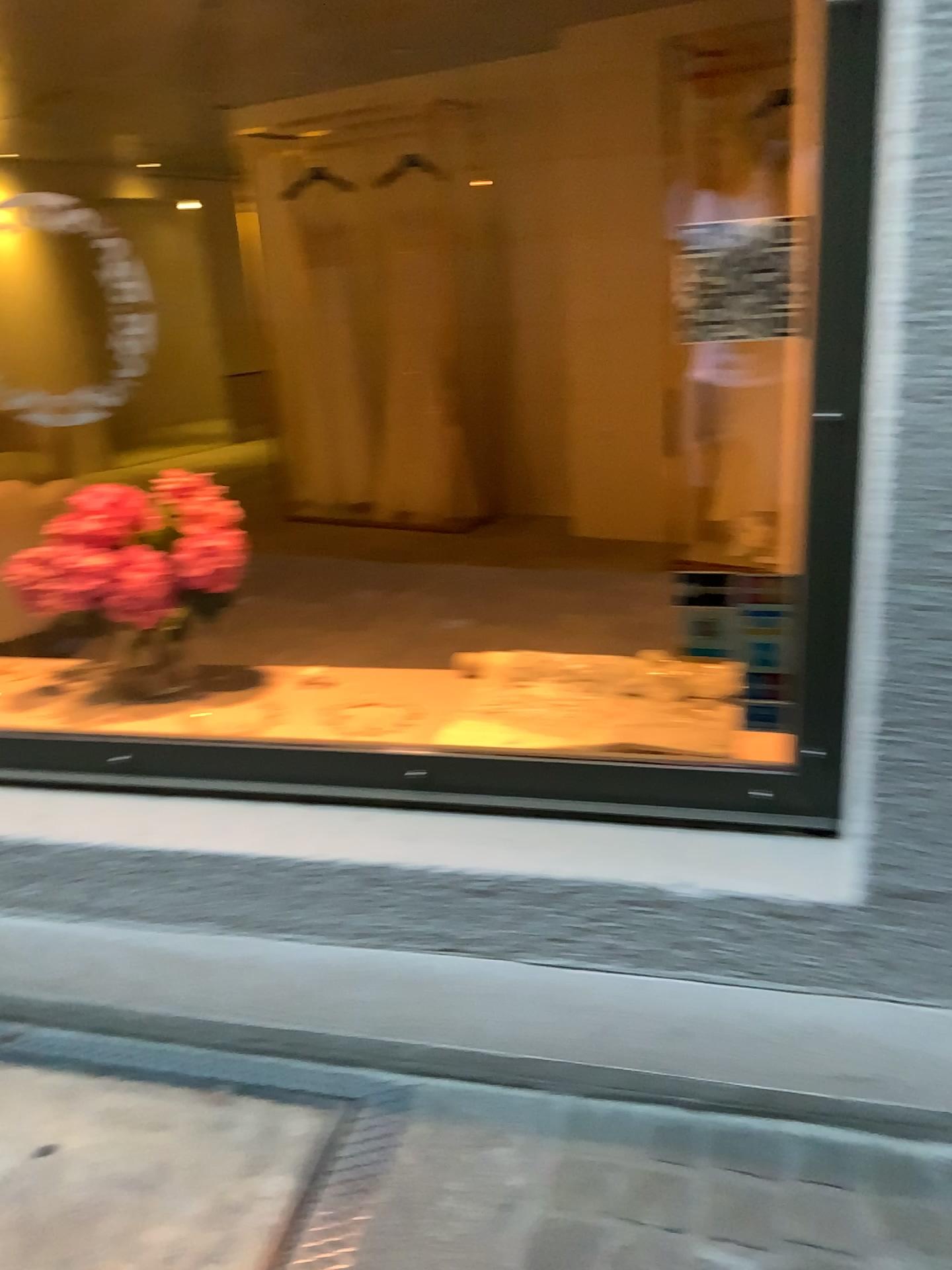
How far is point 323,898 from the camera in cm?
163
